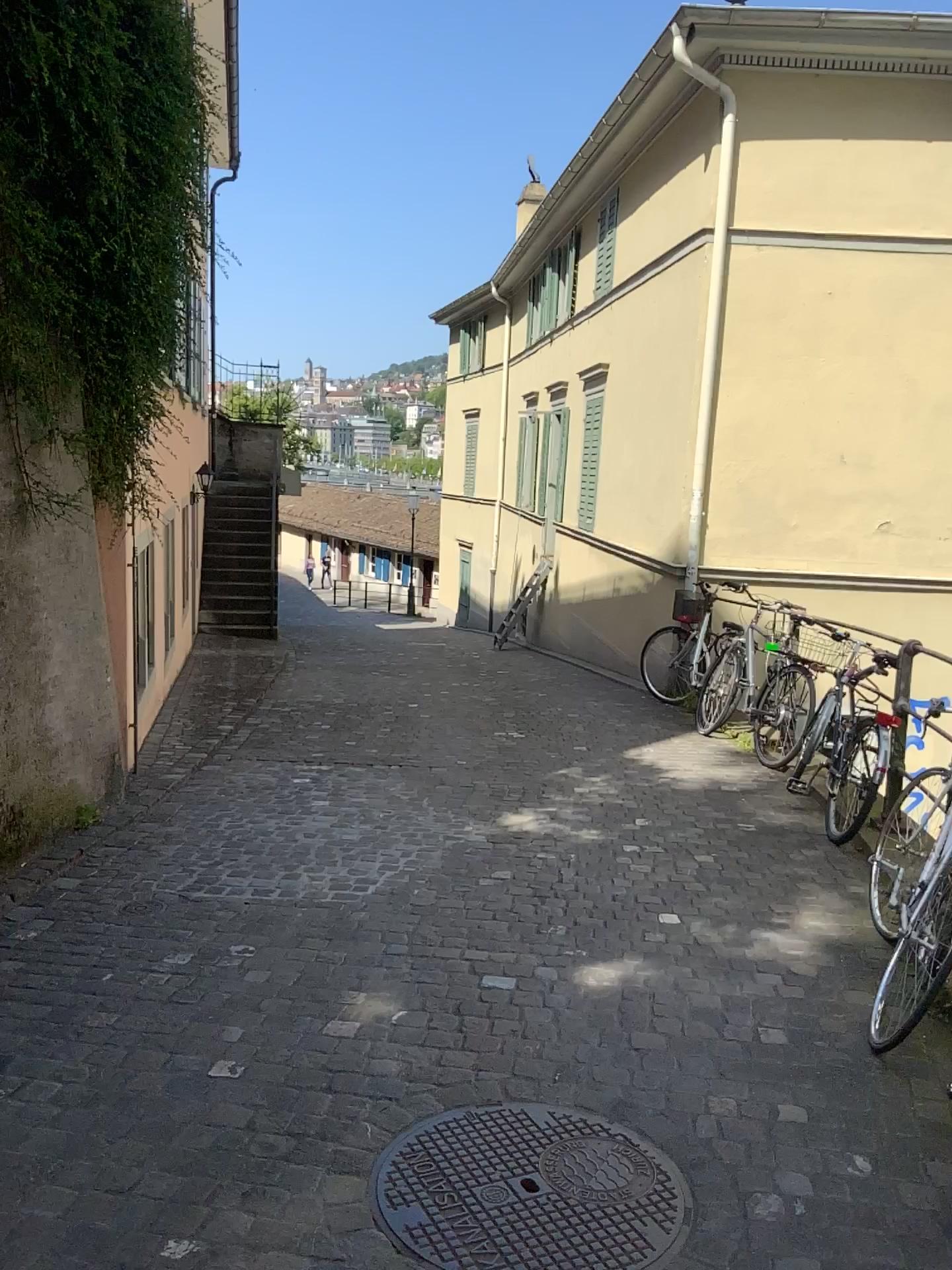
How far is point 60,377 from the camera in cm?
452
